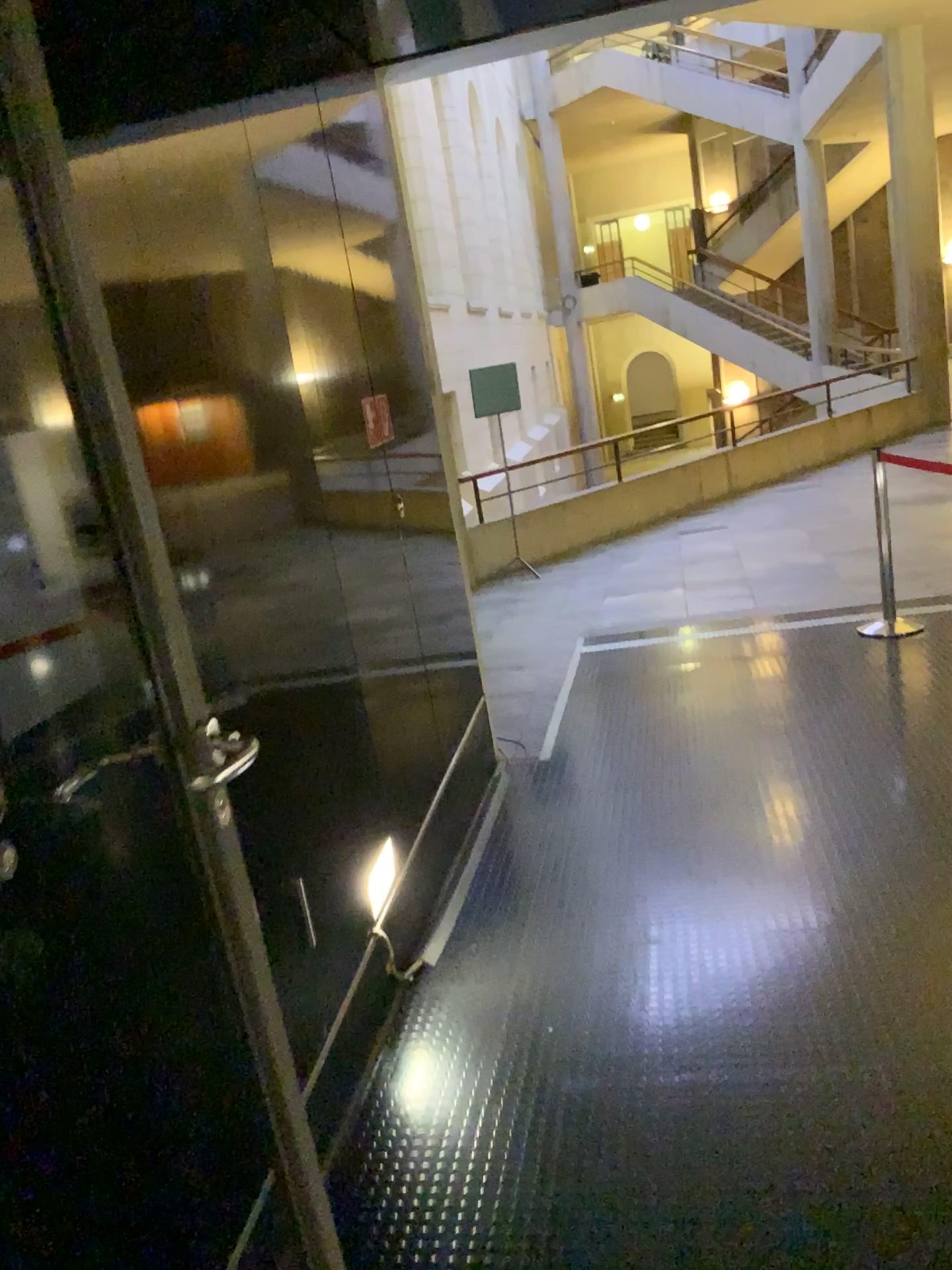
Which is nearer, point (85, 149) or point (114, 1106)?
point (114, 1106)
